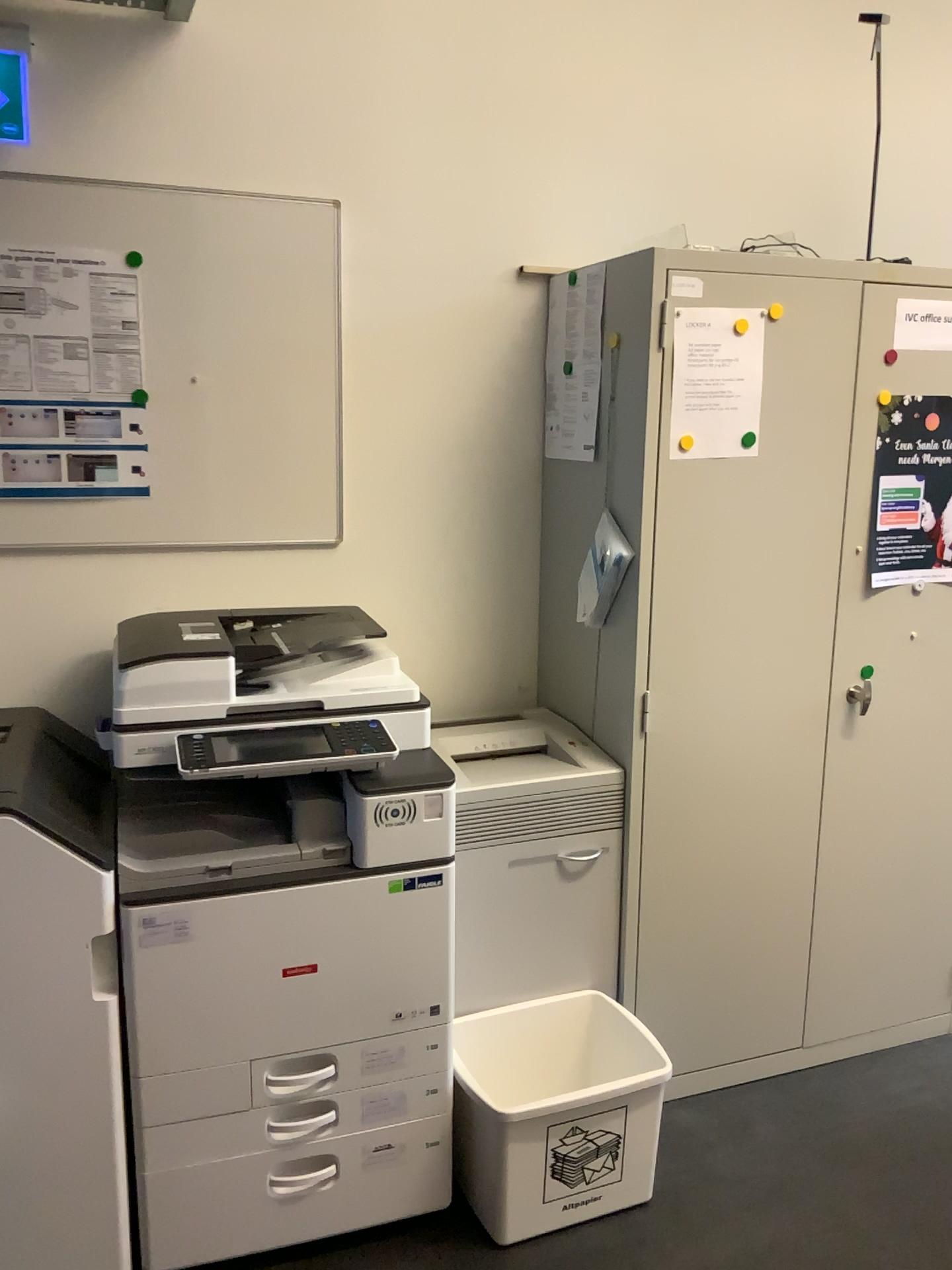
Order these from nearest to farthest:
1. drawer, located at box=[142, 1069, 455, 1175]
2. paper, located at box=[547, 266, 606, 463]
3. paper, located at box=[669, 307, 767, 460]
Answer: drawer, located at box=[142, 1069, 455, 1175] → paper, located at box=[669, 307, 767, 460] → paper, located at box=[547, 266, 606, 463]

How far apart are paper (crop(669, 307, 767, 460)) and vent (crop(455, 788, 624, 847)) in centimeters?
75cm

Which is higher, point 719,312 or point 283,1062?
point 719,312

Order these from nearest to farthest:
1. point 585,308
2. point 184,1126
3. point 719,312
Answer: point 184,1126 → point 719,312 → point 585,308

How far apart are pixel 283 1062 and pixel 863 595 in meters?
1.6 m

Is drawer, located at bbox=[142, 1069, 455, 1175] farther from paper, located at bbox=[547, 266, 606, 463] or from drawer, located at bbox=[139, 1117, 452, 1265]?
paper, located at bbox=[547, 266, 606, 463]

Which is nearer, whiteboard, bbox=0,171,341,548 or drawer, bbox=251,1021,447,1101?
drawer, bbox=251,1021,447,1101

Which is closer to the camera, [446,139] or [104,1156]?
[104,1156]

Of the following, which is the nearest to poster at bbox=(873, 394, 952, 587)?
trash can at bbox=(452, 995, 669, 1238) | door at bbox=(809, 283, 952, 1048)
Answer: door at bbox=(809, 283, 952, 1048)

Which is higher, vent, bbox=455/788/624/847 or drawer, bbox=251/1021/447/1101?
vent, bbox=455/788/624/847
